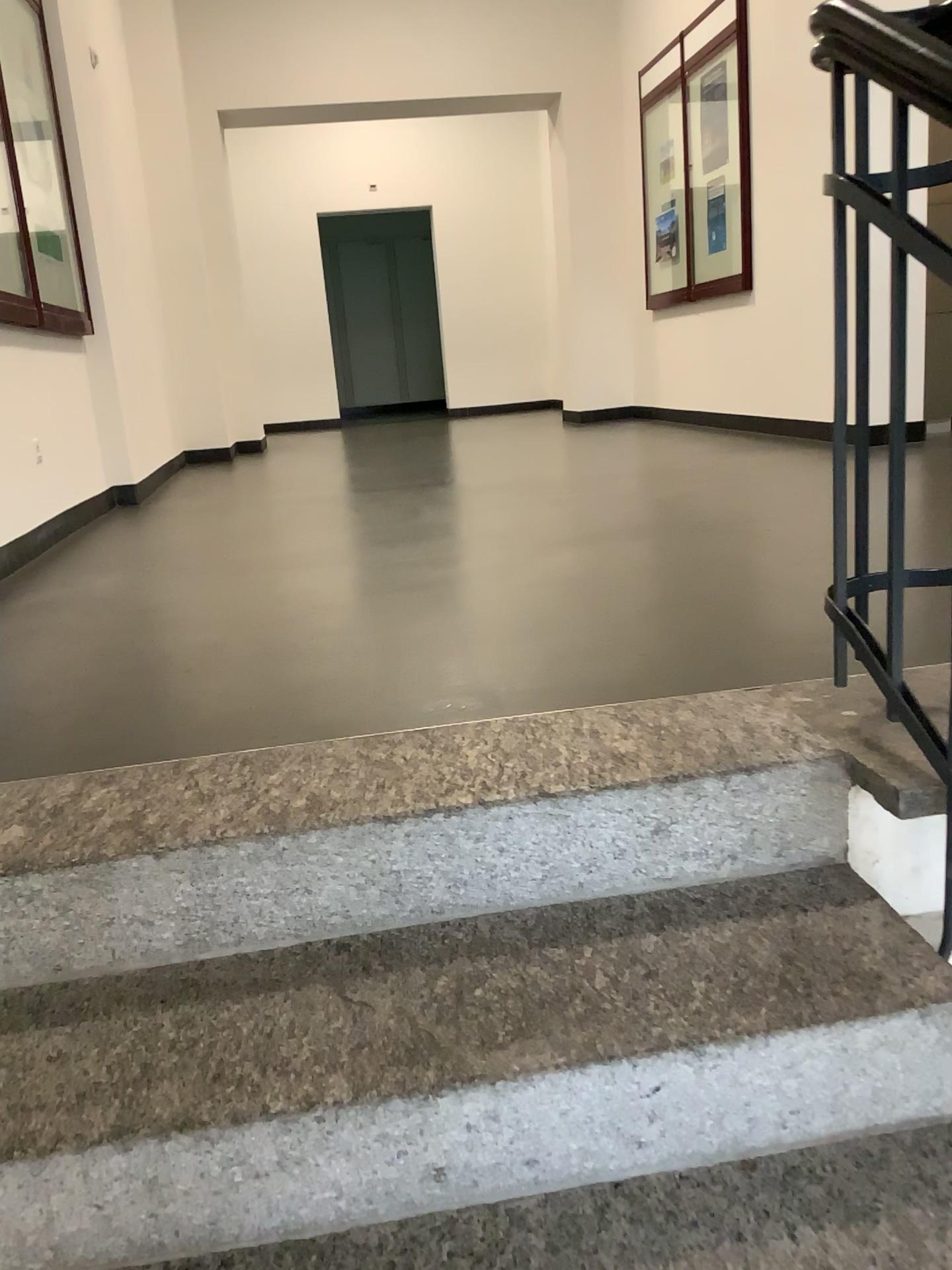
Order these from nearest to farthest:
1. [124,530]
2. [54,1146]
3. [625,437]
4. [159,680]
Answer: [54,1146] → [159,680] → [124,530] → [625,437]
